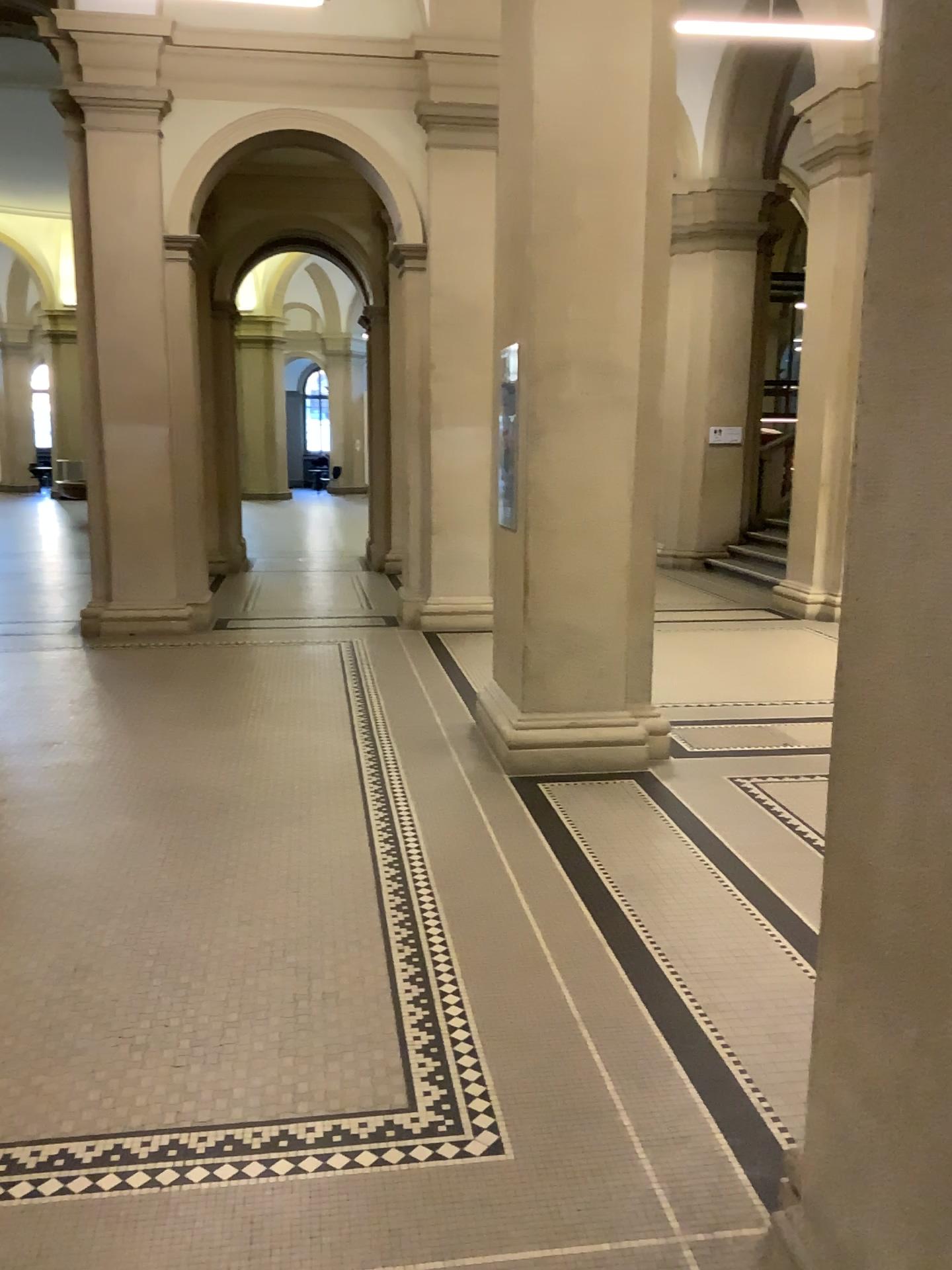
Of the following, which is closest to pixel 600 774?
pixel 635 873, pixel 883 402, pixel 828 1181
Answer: pixel 635 873

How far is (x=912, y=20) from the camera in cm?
148

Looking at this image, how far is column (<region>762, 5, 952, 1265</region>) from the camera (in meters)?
1.48
